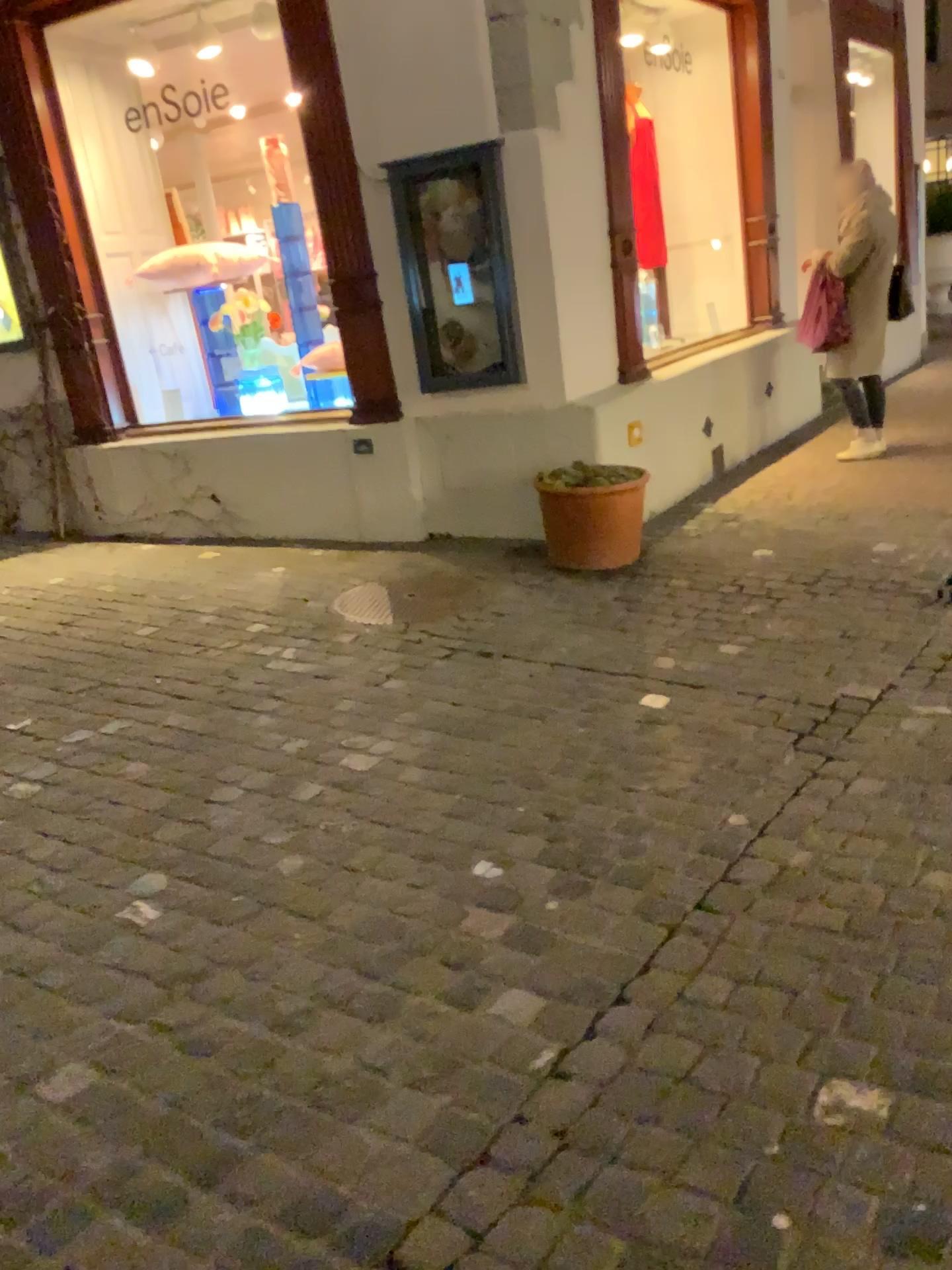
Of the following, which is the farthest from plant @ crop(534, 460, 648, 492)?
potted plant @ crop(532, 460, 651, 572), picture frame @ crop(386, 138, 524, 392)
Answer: picture frame @ crop(386, 138, 524, 392)

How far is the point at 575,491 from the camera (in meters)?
4.60

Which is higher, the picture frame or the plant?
the picture frame

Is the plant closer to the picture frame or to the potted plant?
the potted plant

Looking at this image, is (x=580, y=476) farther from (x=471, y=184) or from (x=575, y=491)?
(x=471, y=184)

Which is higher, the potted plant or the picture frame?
the picture frame

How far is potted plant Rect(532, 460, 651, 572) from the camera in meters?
4.6

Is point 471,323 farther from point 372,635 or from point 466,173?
point 372,635

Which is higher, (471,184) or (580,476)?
(471,184)
